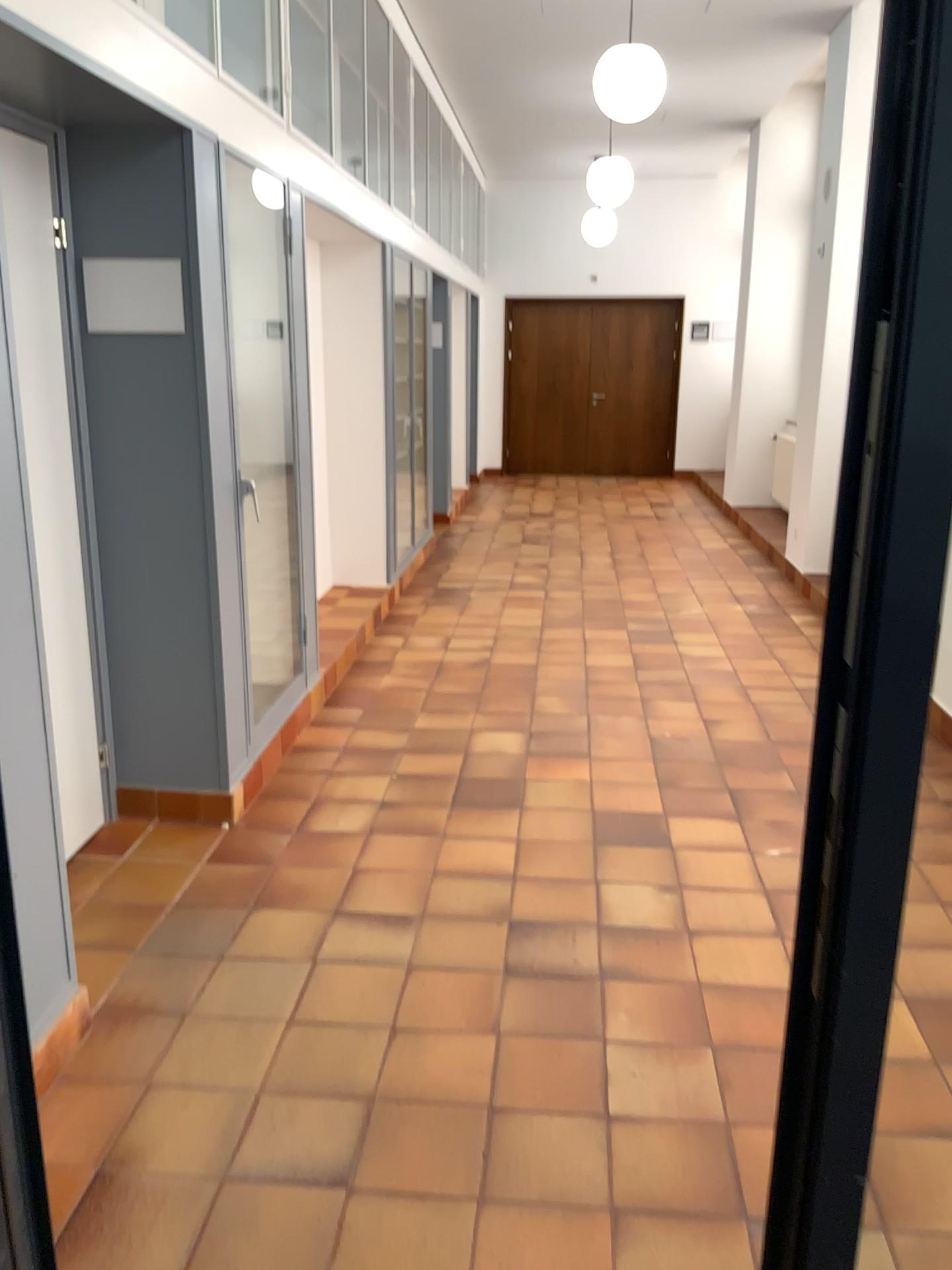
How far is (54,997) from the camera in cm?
166
